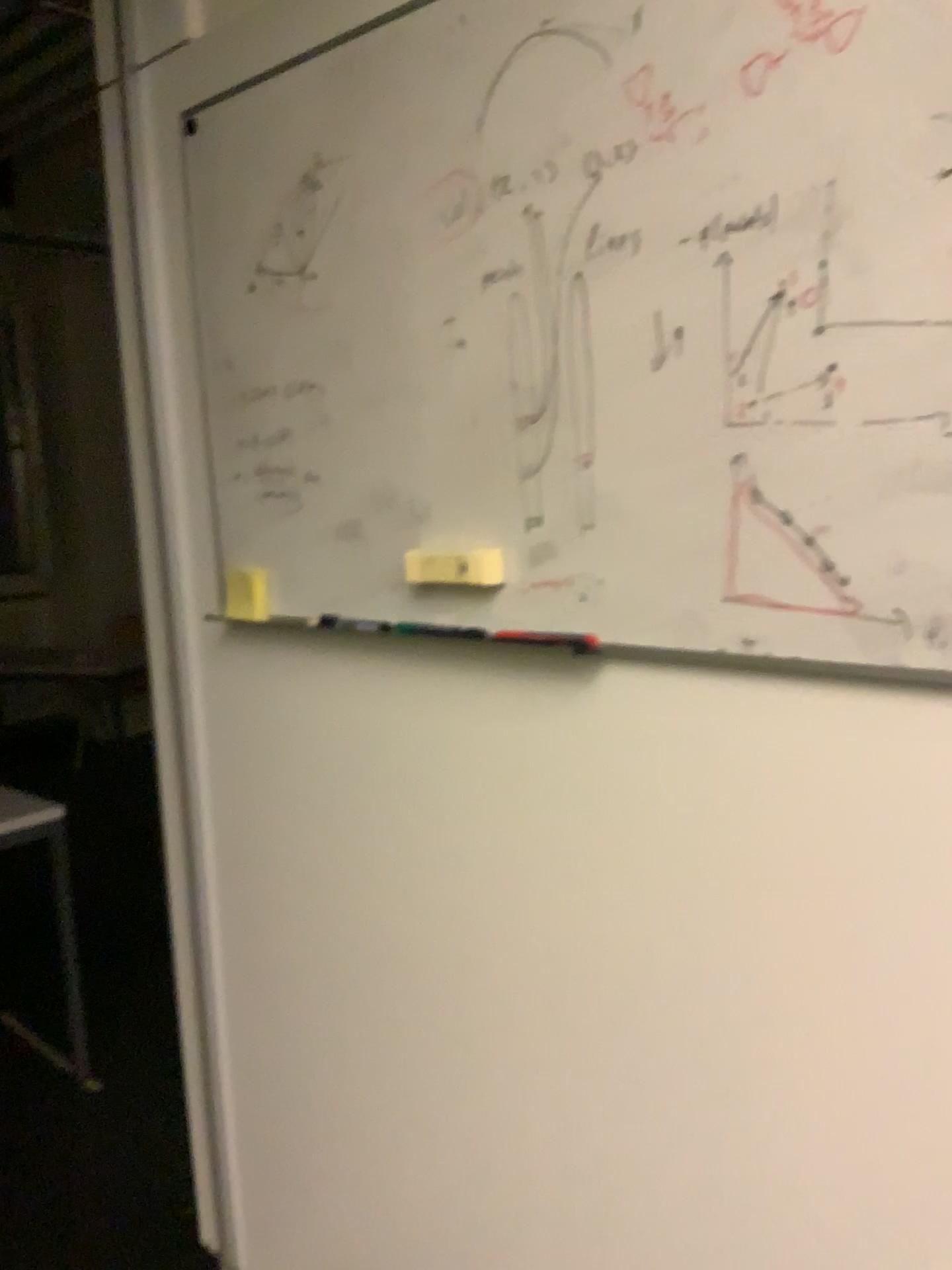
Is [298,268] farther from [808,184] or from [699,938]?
[699,938]

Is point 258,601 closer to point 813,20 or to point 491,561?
point 491,561

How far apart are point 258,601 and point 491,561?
0.5m

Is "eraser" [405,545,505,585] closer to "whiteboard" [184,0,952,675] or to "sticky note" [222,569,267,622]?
"whiteboard" [184,0,952,675]

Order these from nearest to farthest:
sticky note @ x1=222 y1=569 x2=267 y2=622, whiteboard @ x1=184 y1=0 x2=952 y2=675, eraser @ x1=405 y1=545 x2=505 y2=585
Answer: whiteboard @ x1=184 y1=0 x2=952 y2=675
eraser @ x1=405 y1=545 x2=505 y2=585
sticky note @ x1=222 y1=569 x2=267 y2=622

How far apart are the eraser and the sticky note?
0.36m

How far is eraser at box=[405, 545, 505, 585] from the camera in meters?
1.3

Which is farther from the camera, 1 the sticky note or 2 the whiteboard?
1 the sticky note

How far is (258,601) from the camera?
1.62m

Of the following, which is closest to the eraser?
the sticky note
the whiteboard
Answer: the whiteboard
